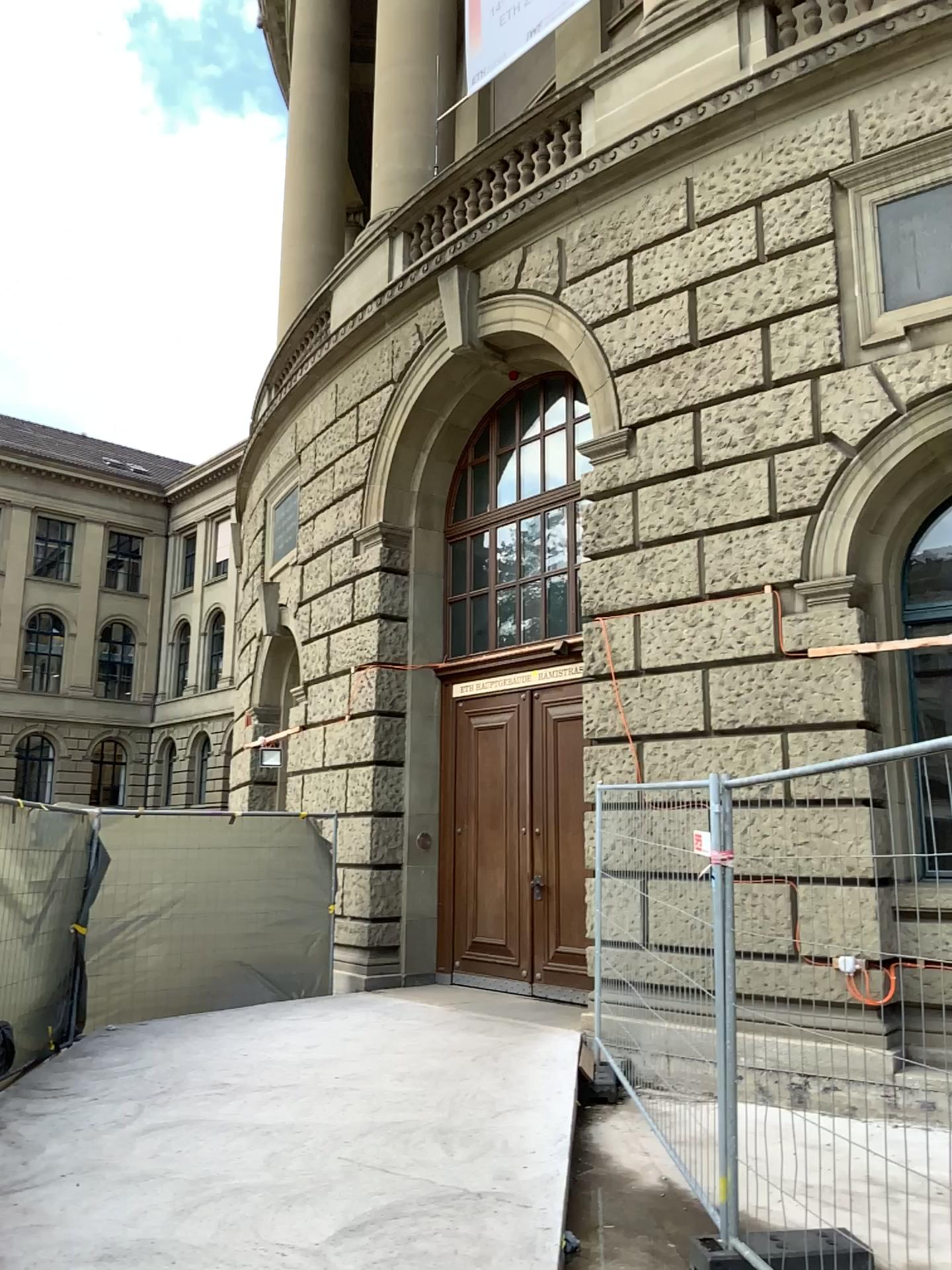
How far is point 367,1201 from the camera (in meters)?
4.73
